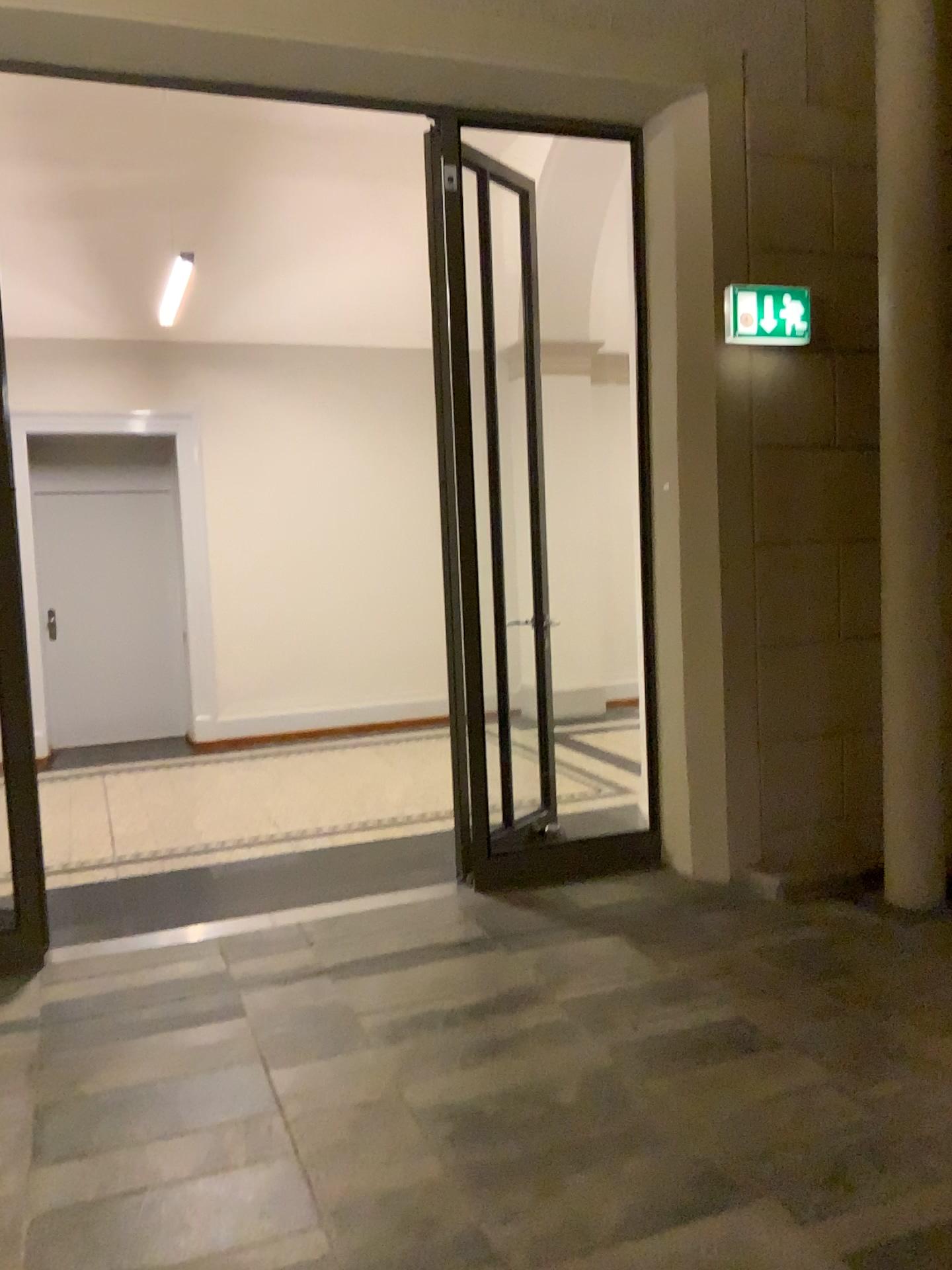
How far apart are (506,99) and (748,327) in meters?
1.3 m

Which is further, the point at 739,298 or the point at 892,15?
the point at 739,298

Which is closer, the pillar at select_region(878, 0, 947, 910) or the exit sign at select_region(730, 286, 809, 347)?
the pillar at select_region(878, 0, 947, 910)

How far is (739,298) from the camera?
4.2m

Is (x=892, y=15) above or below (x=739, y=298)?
above

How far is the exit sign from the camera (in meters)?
4.20
